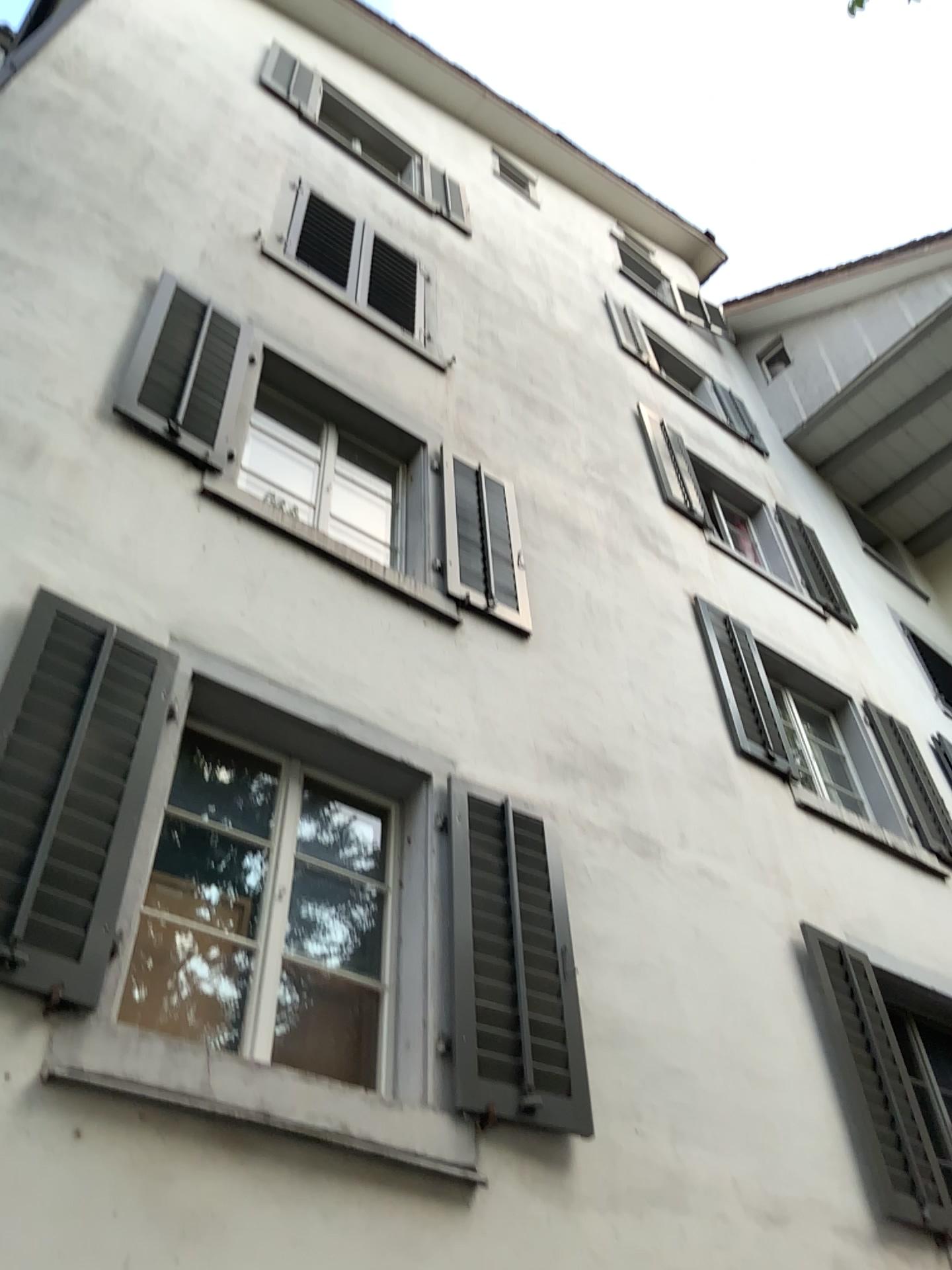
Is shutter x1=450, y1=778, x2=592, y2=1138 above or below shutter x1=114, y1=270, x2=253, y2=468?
below

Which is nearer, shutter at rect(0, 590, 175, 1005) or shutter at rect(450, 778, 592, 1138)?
shutter at rect(0, 590, 175, 1005)

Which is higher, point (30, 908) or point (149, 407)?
point (149, 407)

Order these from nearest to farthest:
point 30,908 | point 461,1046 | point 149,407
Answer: point 30,908
point 461,1046
point 149,407

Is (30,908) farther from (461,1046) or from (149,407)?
(149,407)

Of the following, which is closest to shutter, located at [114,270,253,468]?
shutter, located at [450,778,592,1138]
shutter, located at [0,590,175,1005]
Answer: shutter, located at [0,590,175,1005]

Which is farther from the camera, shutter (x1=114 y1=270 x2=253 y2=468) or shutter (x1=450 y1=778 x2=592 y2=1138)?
shutter (x1=114 y1=270 x2=253 y2=468)

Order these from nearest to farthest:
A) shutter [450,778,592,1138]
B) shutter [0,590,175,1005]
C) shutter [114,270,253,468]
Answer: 1. shutter [0,590,175,1005]
2. shutter [450,778,592,1138]
3. shutter [114,270,253,468]

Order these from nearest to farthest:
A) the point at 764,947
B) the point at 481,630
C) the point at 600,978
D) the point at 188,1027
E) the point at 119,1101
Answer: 1. the point at 119,1101
2. the point at 188,1027
3. the point at 600,978
4. the point at 764,947
5. the point at 481,630

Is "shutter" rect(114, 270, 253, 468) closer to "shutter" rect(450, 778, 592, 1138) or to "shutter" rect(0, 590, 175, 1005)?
"shutter" rect(0, 590, 175, 1005)
